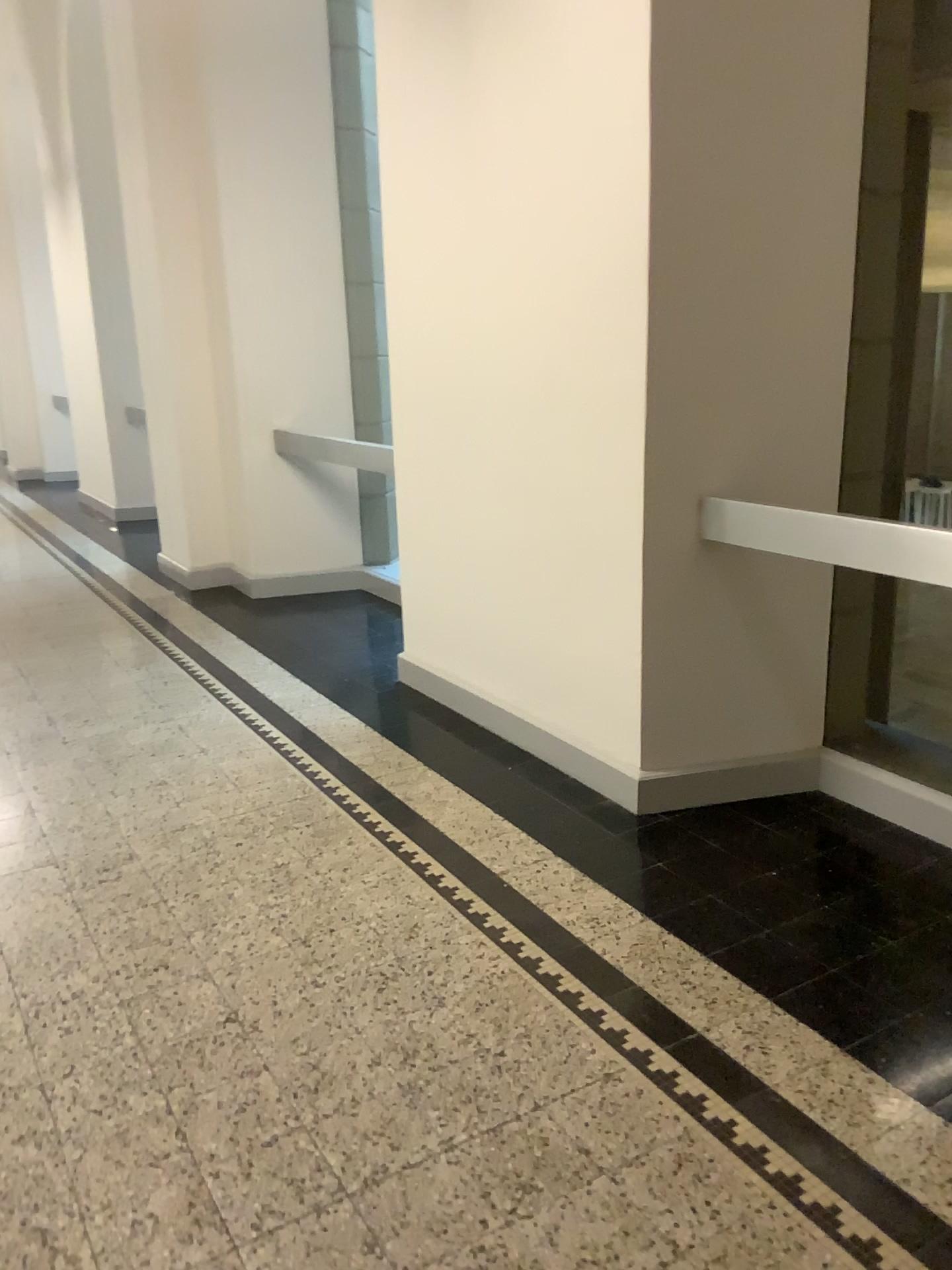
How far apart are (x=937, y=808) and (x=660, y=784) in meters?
0.8

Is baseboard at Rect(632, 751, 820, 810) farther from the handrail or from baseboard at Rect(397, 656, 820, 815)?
the handrail

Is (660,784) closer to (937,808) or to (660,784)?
(660,784)

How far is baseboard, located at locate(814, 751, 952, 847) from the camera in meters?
2.9 m

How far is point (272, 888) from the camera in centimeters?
284cm

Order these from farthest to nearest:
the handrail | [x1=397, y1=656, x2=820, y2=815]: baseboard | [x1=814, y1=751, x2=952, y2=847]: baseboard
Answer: [x1=397, y1=656, x2=820, y2=815]: baseboard, [x1=814, y1=751, x2=952, y2=847]: baseboard, the handrail

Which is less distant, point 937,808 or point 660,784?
point 937,808

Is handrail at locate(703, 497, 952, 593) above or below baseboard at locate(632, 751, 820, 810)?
above

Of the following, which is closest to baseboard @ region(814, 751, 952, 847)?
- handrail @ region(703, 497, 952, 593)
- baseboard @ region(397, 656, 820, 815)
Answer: baseboard @ region(397, 656, 820, 815)

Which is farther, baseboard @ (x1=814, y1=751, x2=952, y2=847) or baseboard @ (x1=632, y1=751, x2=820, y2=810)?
baseboard @ (x1=632, y1=751, x2=820, y2=810)
